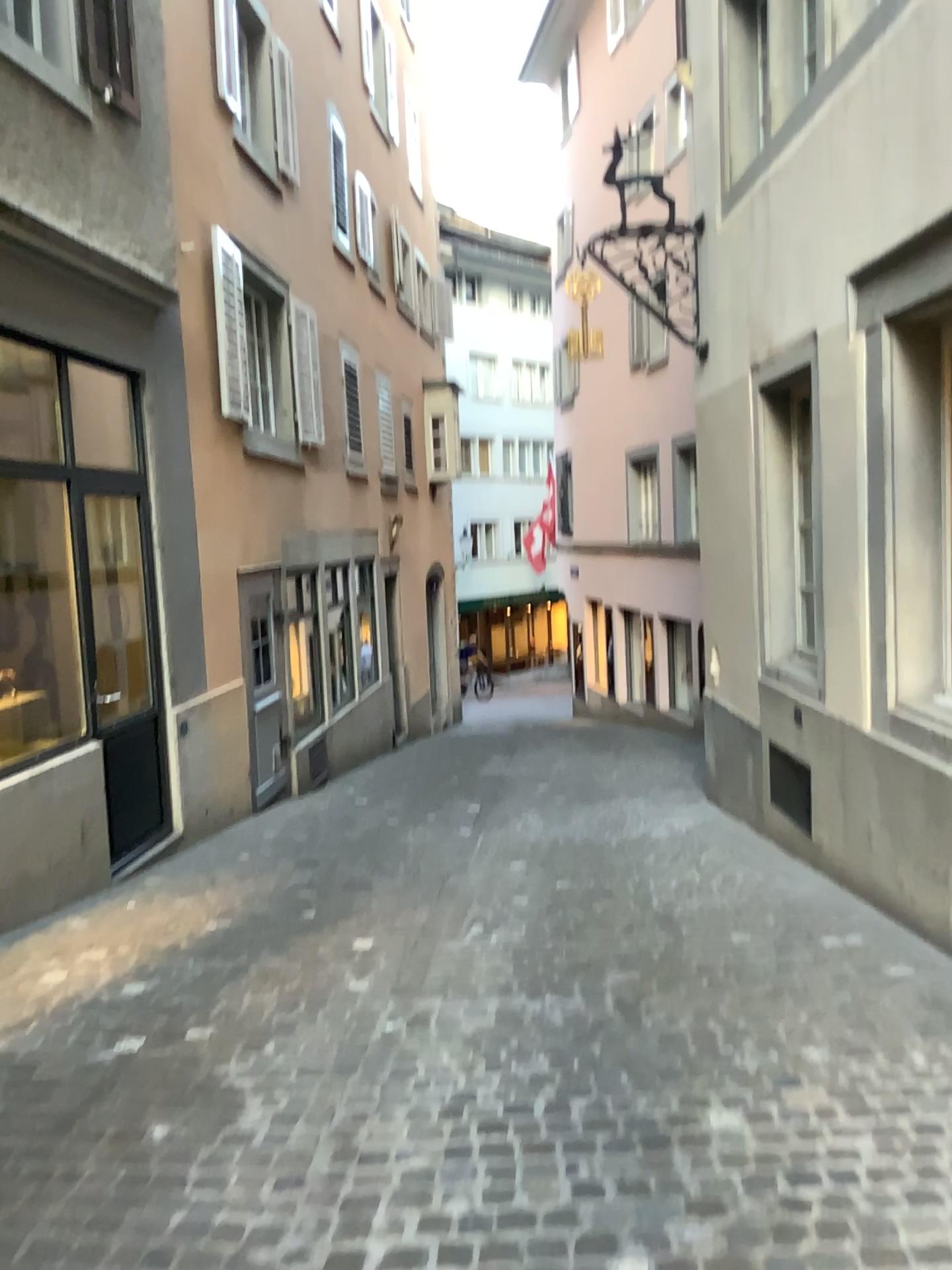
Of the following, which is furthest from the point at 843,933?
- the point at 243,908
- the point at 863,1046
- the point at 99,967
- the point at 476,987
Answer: the point at 99,967
